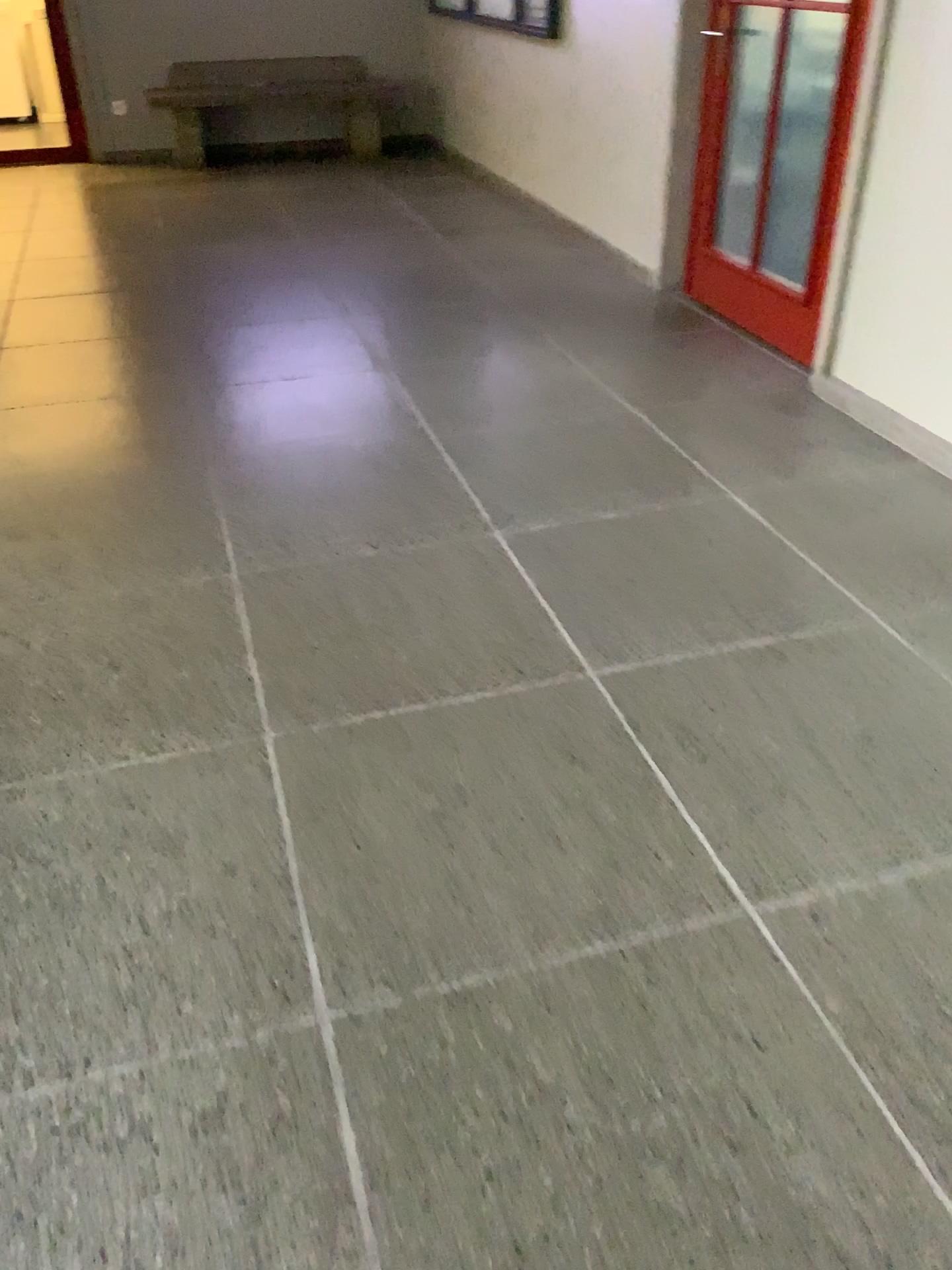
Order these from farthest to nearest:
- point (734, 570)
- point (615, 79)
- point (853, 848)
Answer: point (615, 79) < point (734, 570) < point (853, 848)
